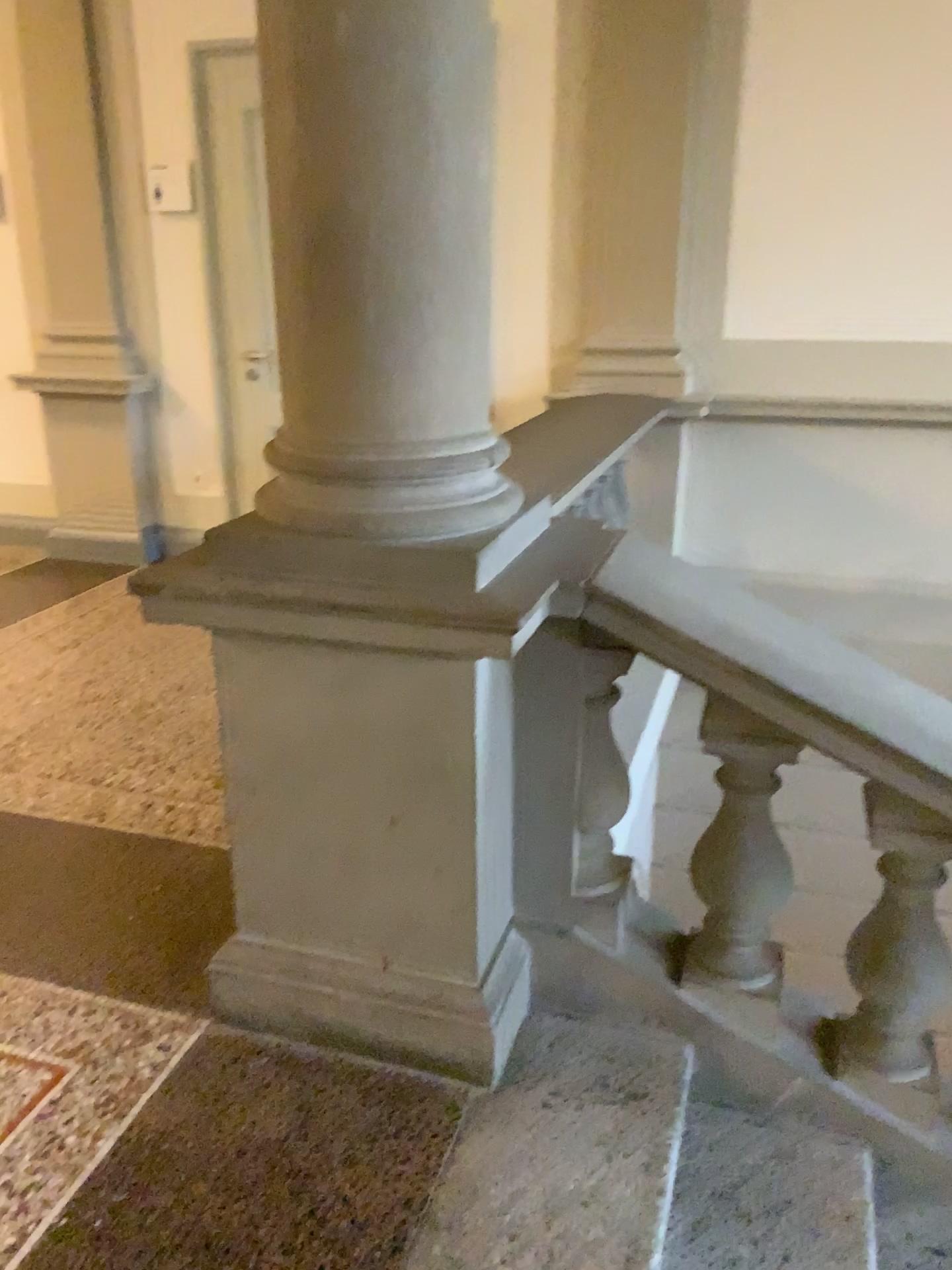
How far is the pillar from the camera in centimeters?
156cm

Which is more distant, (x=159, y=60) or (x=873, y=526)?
(x=159, y=60)

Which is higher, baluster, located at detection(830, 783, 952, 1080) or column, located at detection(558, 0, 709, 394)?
column, located at detection(558, 0, 709, 394)

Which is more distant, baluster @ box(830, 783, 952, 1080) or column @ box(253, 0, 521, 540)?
baluster @ box(830, 783, 952, 1080)

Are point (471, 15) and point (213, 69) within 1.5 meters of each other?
no

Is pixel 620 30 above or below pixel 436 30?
above

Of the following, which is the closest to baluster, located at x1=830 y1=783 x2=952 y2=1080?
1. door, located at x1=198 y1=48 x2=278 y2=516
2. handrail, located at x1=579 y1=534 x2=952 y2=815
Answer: handrail, located at x1=579 y1=534 x2=952 y2=815

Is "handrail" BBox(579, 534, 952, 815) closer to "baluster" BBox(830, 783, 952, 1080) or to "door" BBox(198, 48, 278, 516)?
"baluster" BBox(830, 783, 952, 1080)

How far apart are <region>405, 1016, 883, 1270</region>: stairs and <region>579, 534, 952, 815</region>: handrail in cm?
66

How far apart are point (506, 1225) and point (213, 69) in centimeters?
444cm
